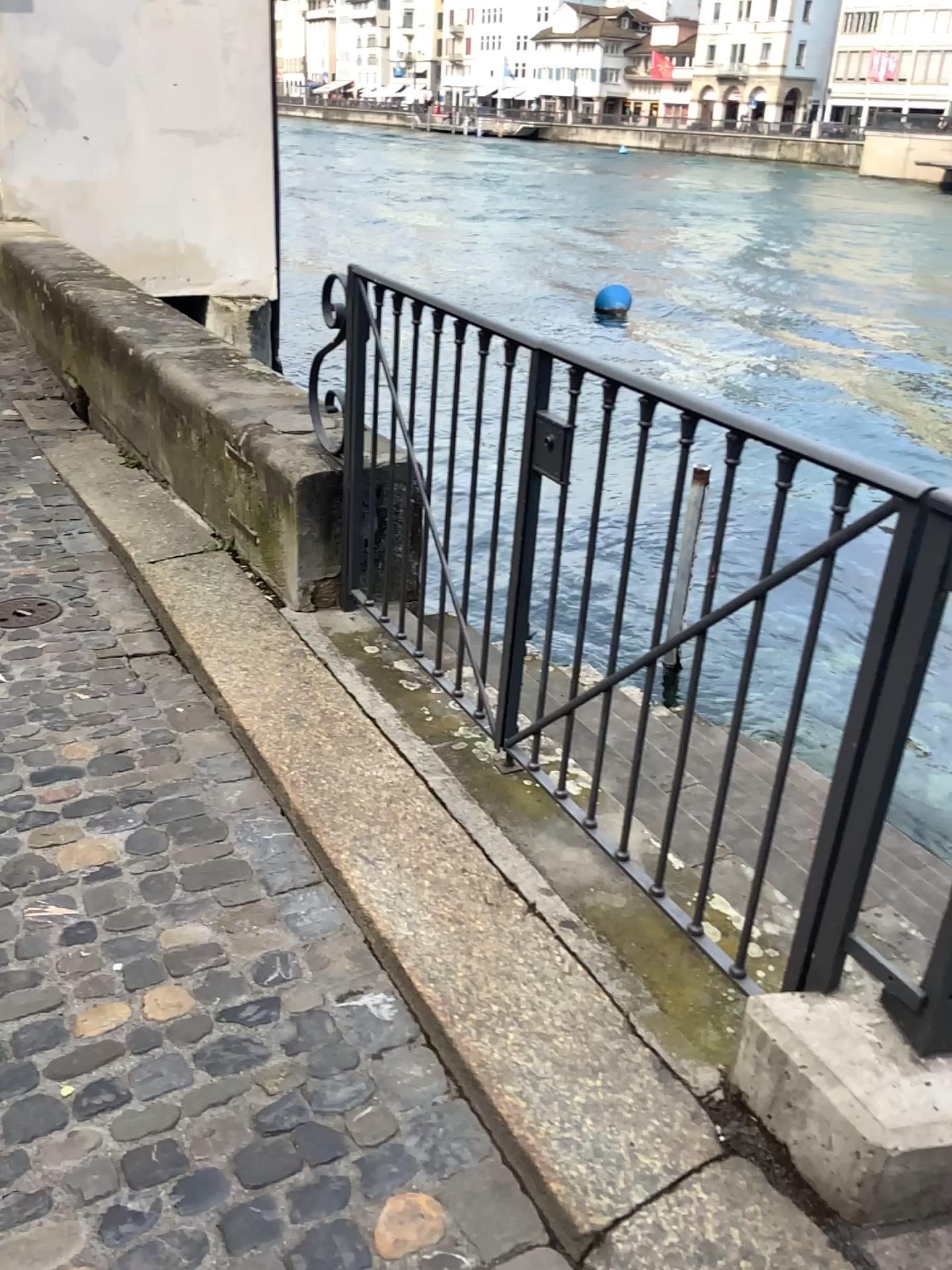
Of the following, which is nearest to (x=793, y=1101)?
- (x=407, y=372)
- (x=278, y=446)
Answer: (x=407, y=372)
